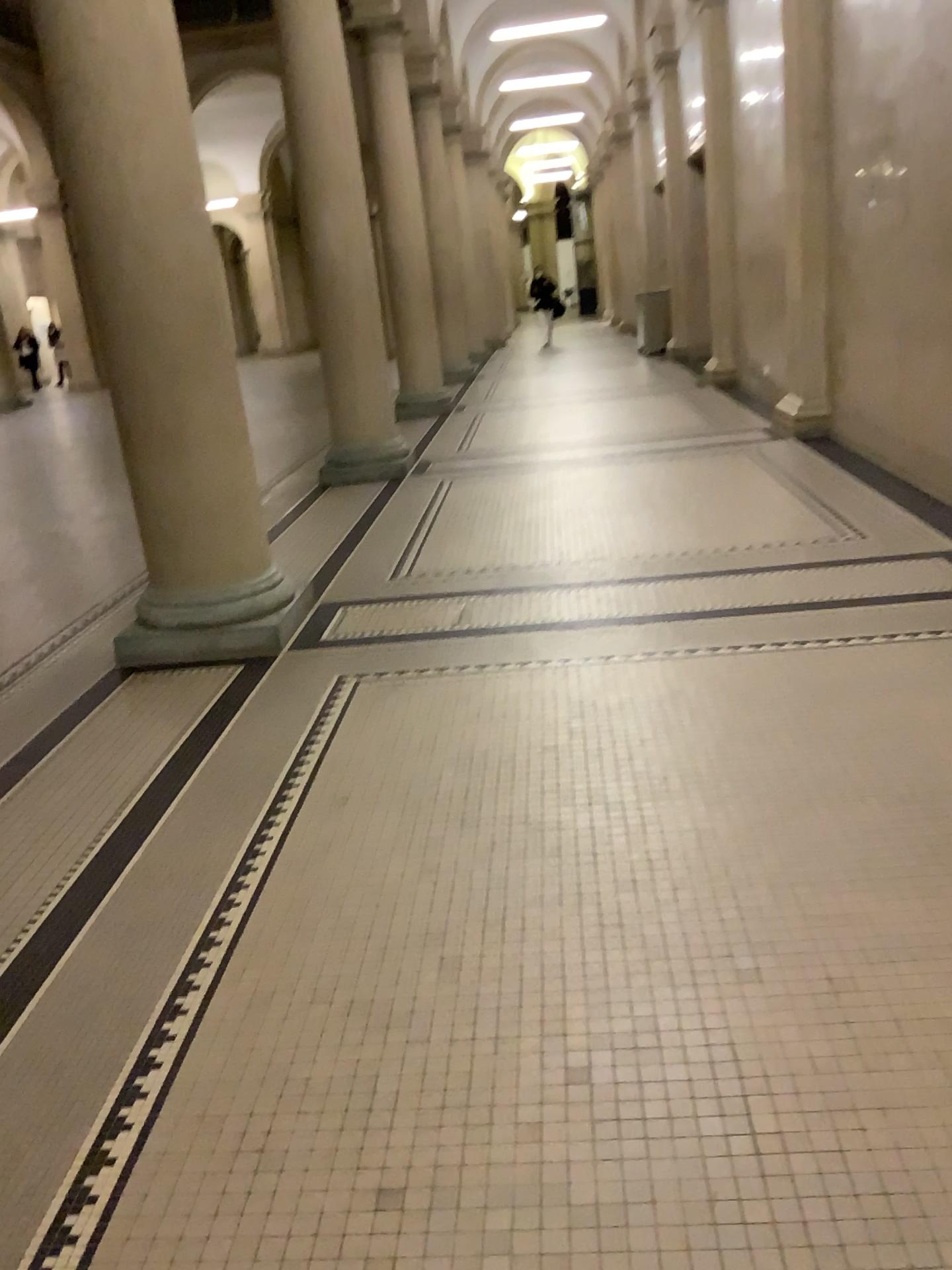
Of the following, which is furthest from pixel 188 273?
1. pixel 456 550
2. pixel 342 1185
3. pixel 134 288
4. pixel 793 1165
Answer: pixel 793 1165
